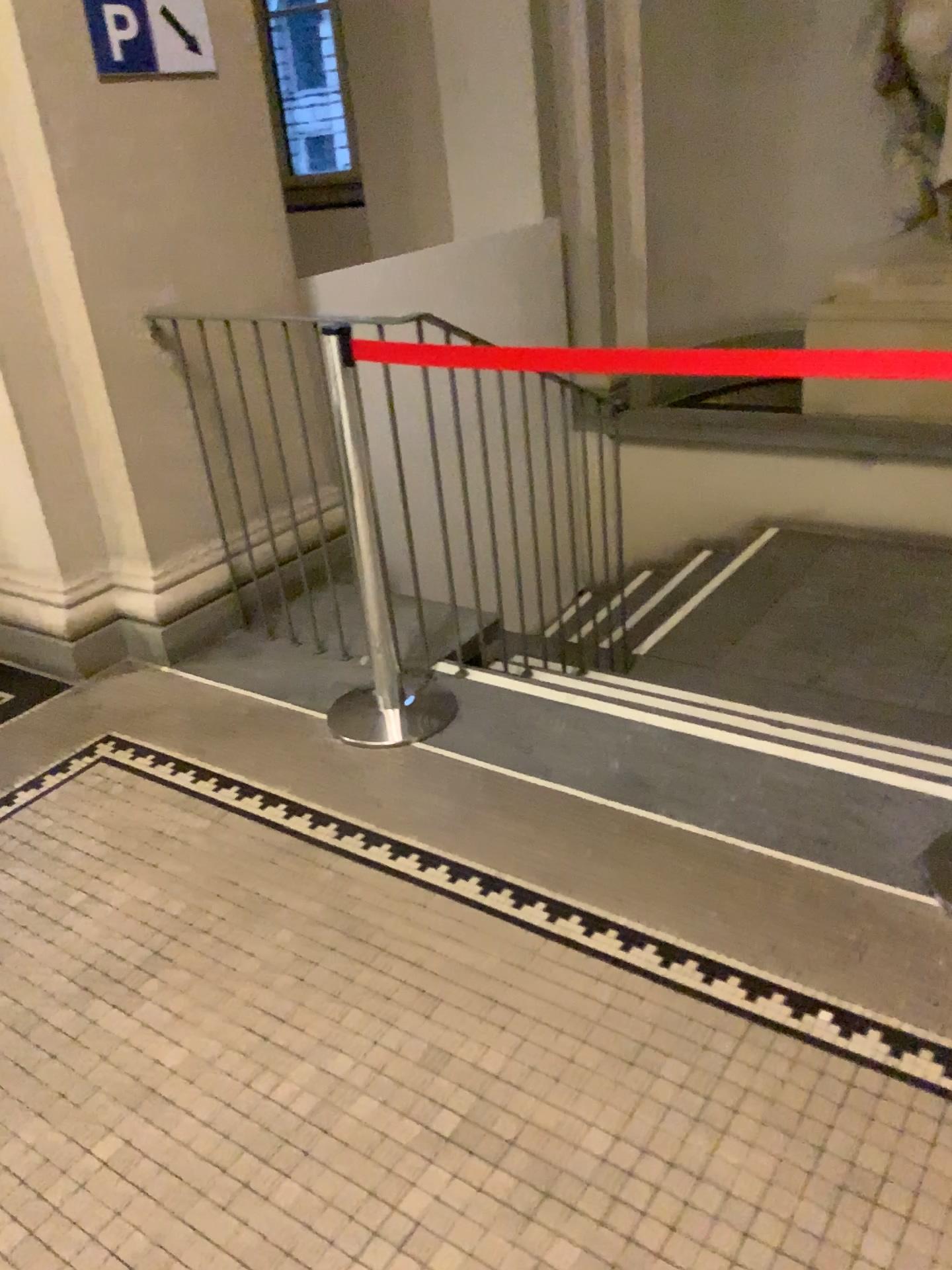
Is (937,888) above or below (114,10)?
below

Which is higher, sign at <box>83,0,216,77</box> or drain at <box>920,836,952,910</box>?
sign at <box>83,0,216,77</box>

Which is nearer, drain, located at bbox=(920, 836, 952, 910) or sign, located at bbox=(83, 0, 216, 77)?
drain, located at bbox=(920, 836, 952, 910)

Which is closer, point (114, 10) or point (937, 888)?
point (937, 888)

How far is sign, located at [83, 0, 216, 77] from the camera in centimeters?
278cm

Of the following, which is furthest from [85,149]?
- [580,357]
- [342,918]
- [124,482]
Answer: [342,918]

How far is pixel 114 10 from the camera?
2.8 meters
